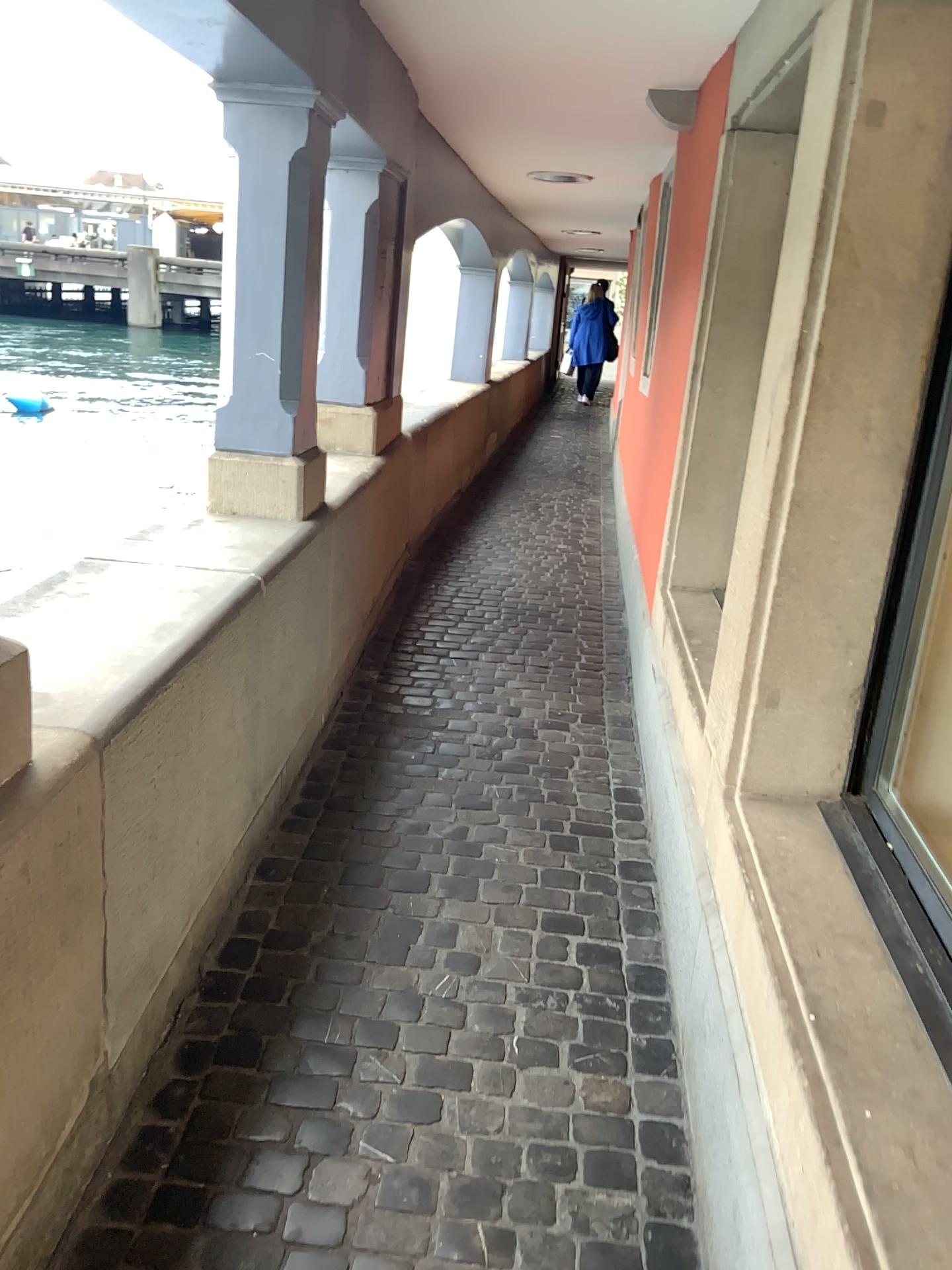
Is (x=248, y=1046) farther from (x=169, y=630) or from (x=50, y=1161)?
(x=169, y=630)

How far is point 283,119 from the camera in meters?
2.8

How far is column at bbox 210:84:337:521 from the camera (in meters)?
2.78

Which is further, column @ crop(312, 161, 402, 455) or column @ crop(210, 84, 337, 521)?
column @ crop(312, 161, 402, 455)

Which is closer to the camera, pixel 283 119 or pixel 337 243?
pixel 283 119
